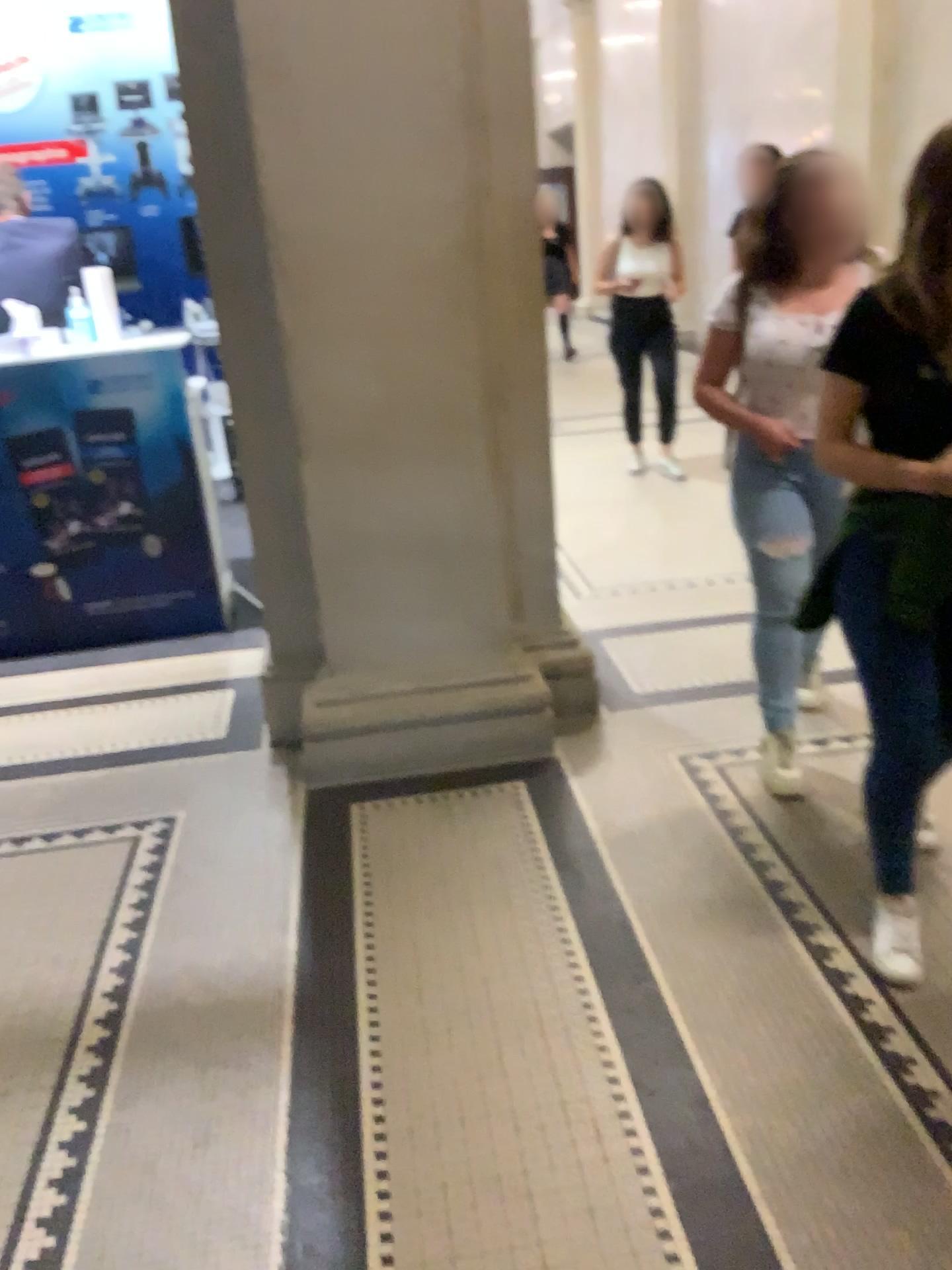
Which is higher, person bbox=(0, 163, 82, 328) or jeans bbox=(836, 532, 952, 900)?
person bbox=(0, 163, 82, 328)

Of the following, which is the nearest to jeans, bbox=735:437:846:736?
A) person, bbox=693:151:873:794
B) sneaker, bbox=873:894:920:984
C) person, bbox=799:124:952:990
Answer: person, bbox=693:151:873:794

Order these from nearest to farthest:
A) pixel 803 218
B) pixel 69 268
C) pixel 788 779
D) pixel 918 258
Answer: pixel 918 258 → pixel 803 218 → pixel 788 779 → pixel 69 268

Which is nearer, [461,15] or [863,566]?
[863,566]

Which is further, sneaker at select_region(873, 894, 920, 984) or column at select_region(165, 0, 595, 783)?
column at select_region(165, 0, 595, 783)

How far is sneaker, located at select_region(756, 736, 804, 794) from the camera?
2.79m

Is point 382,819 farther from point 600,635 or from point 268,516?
point 600,635

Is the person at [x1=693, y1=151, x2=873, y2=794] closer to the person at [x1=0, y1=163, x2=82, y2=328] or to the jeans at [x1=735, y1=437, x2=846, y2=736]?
the jeans at [x1=735, y1=437, x2=846, y2=736]

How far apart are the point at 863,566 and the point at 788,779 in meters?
1.0

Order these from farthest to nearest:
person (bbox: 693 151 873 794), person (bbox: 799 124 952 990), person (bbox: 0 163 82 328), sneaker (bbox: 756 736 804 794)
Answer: person (bbox: 0 163 82 328) → sneaker (bbox: 756 736 804 794) → person (bbox: 693 151 873 794) → person (bbox: 799 124 952 990)
